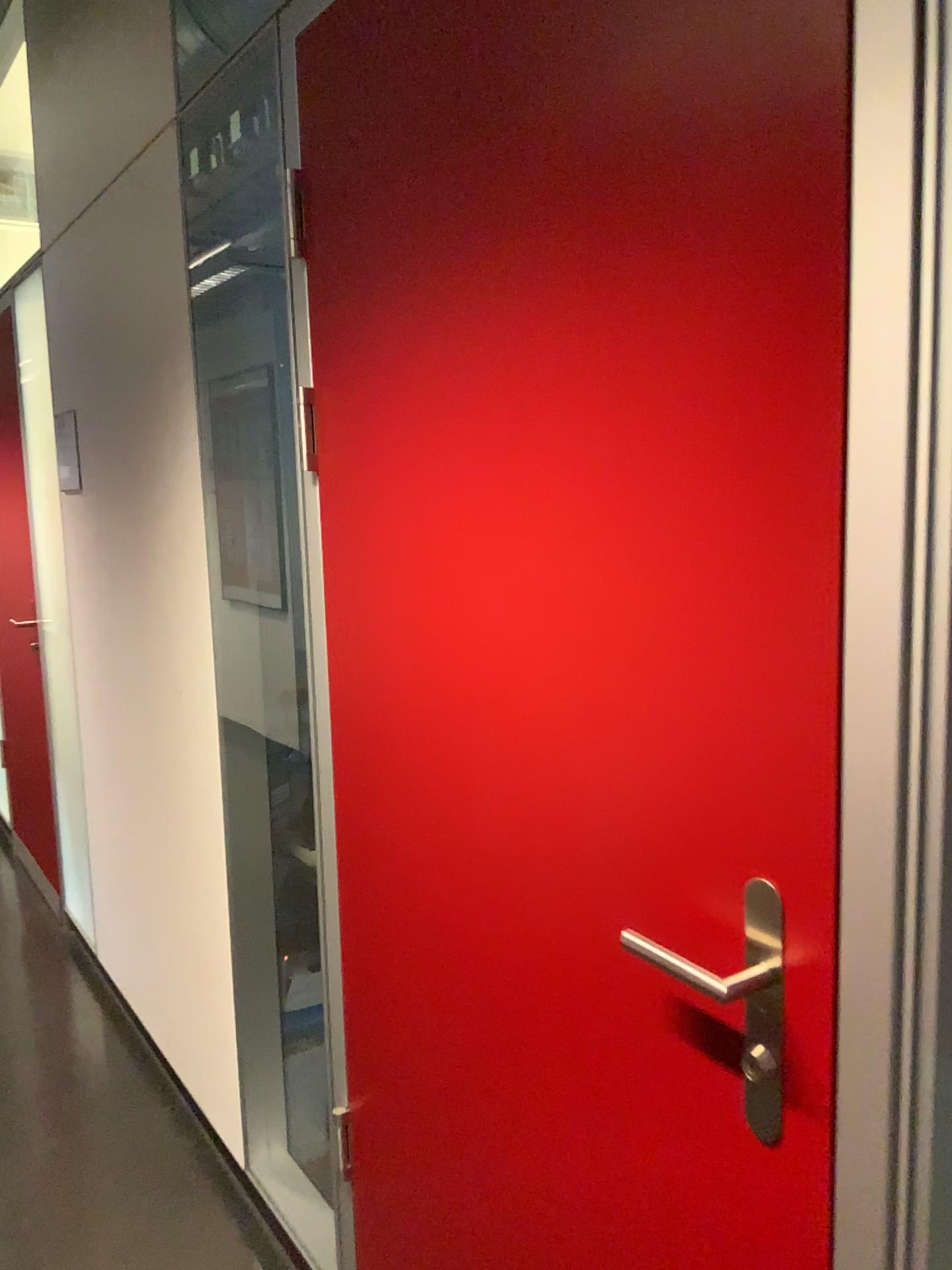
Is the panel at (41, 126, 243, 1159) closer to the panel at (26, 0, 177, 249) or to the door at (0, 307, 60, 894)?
the panel at (26, 0, 177, 249)

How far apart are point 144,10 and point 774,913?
2.4m

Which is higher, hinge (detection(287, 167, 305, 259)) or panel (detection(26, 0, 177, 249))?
panel (detection(26, 0, 177, 249))

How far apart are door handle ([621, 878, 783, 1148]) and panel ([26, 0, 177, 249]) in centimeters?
203cm

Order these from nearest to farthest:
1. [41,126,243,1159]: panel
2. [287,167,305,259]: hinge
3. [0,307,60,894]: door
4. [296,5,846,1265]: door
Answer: [296,5,846,1265]: door, [287,167,305,259]: hinge, [41,126,243,1159]: panel, [0,307,60,894]: door

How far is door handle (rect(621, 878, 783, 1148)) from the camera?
0.87m

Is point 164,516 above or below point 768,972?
above

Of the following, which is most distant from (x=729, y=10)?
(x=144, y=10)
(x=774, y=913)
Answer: (x=144, y=10)

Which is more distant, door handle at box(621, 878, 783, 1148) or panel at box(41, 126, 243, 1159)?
panel at box(41, 126, 243, 1159)

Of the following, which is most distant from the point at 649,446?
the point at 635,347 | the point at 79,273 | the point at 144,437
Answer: the point at 79,273
